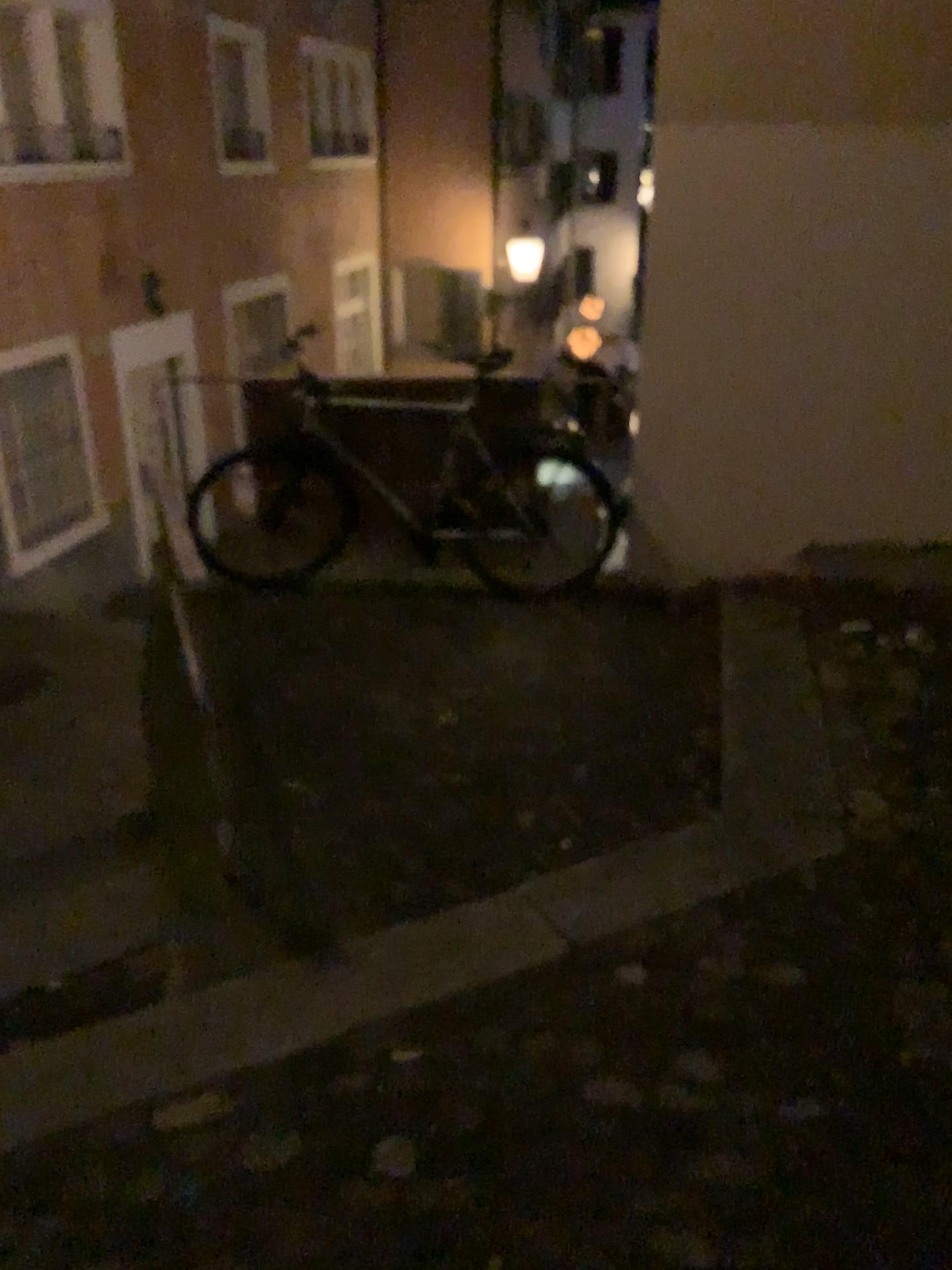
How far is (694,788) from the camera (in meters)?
3.09
